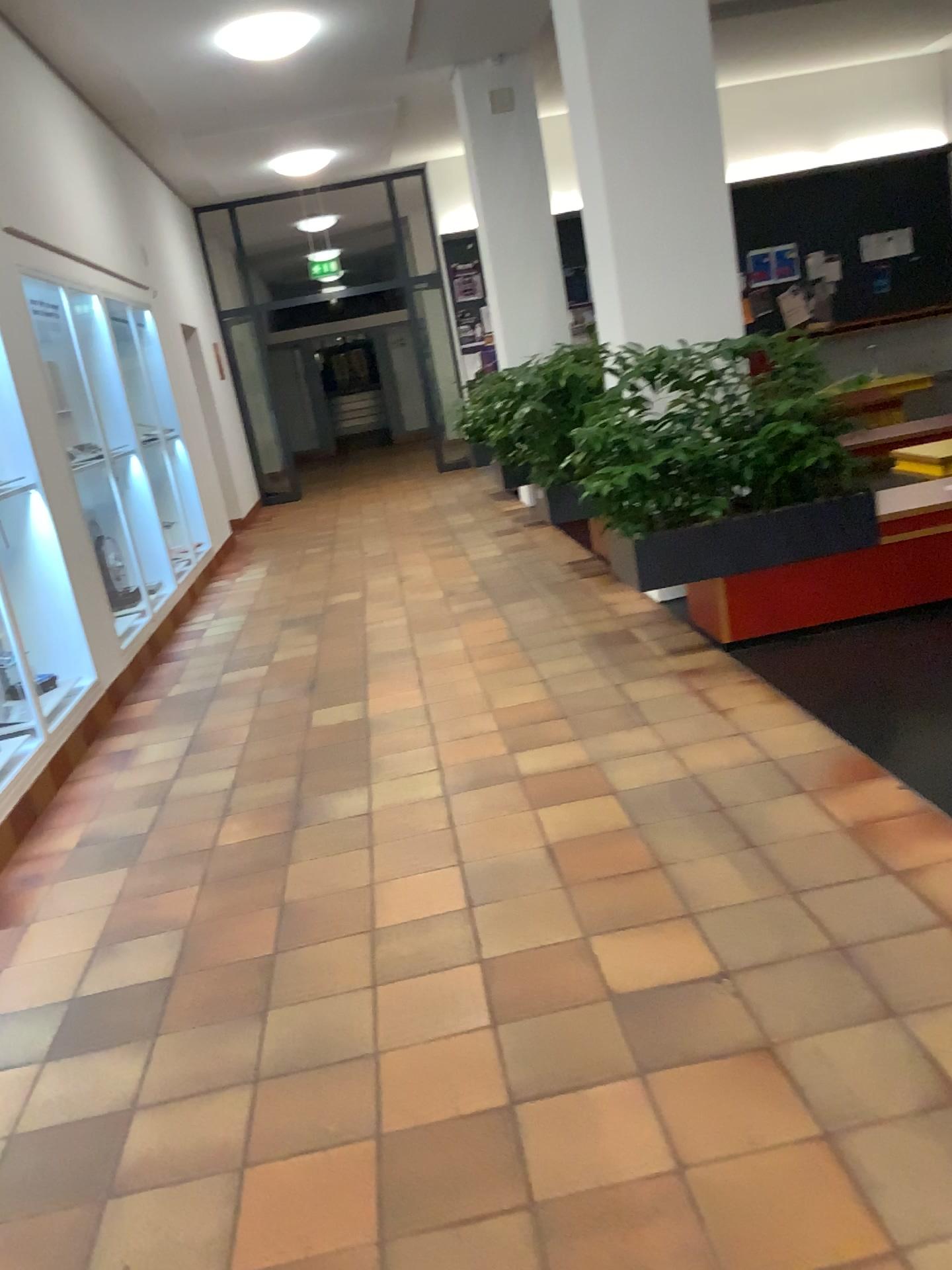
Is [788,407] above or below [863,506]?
above

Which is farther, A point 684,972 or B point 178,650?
B point 178,650

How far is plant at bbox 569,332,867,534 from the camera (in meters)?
4.17

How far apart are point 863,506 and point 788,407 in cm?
49

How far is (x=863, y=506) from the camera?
4.1 meters

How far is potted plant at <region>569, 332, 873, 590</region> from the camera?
4.16m

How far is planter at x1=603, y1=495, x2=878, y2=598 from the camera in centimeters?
414cm
